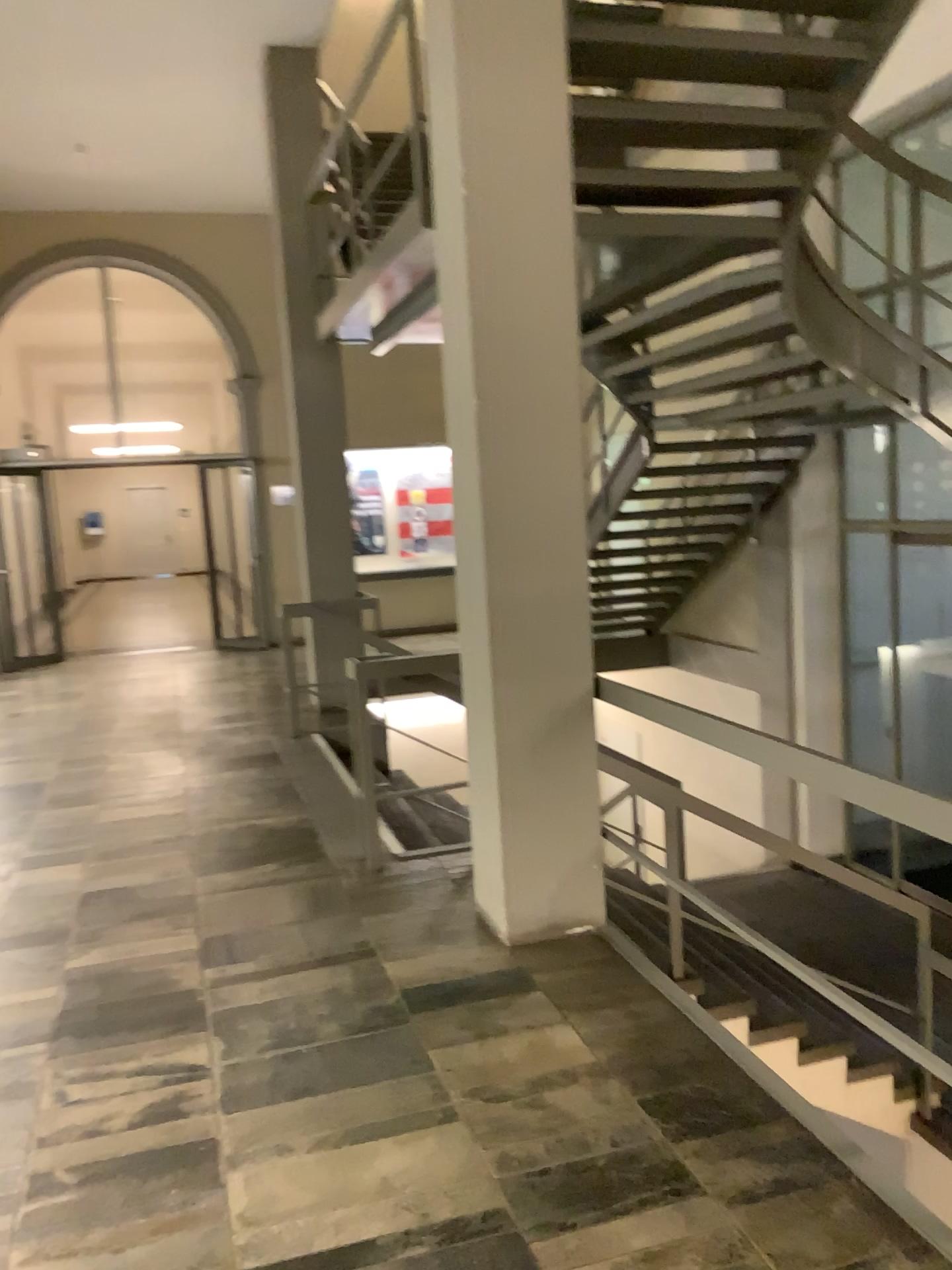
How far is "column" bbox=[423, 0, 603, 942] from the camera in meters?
3.4

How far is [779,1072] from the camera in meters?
2.7

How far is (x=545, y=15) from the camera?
3.4 meters
